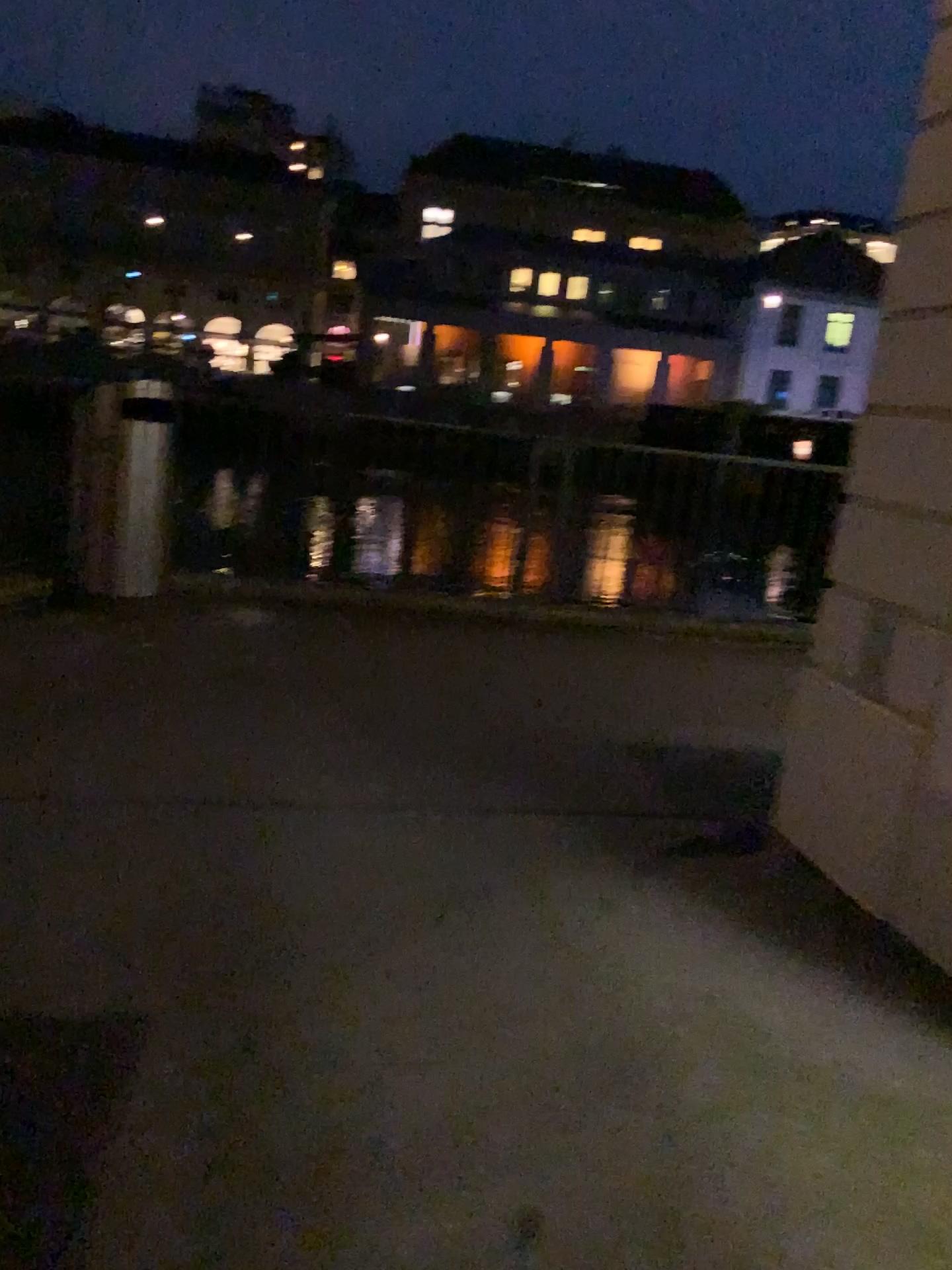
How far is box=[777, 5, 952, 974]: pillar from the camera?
2.92m

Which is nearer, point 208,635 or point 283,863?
point 283,863

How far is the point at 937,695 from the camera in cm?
292
